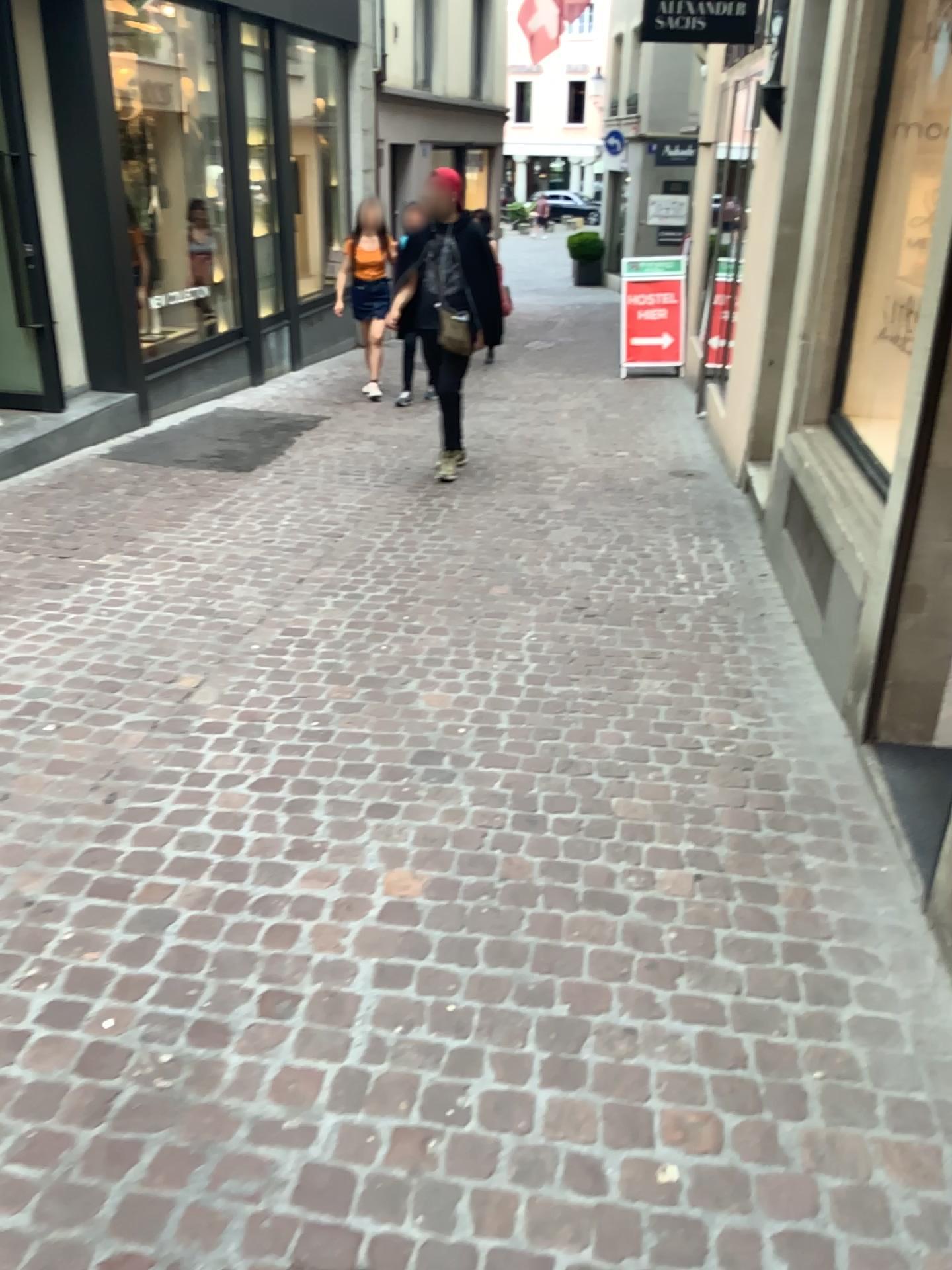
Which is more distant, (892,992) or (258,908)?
(258,908)
